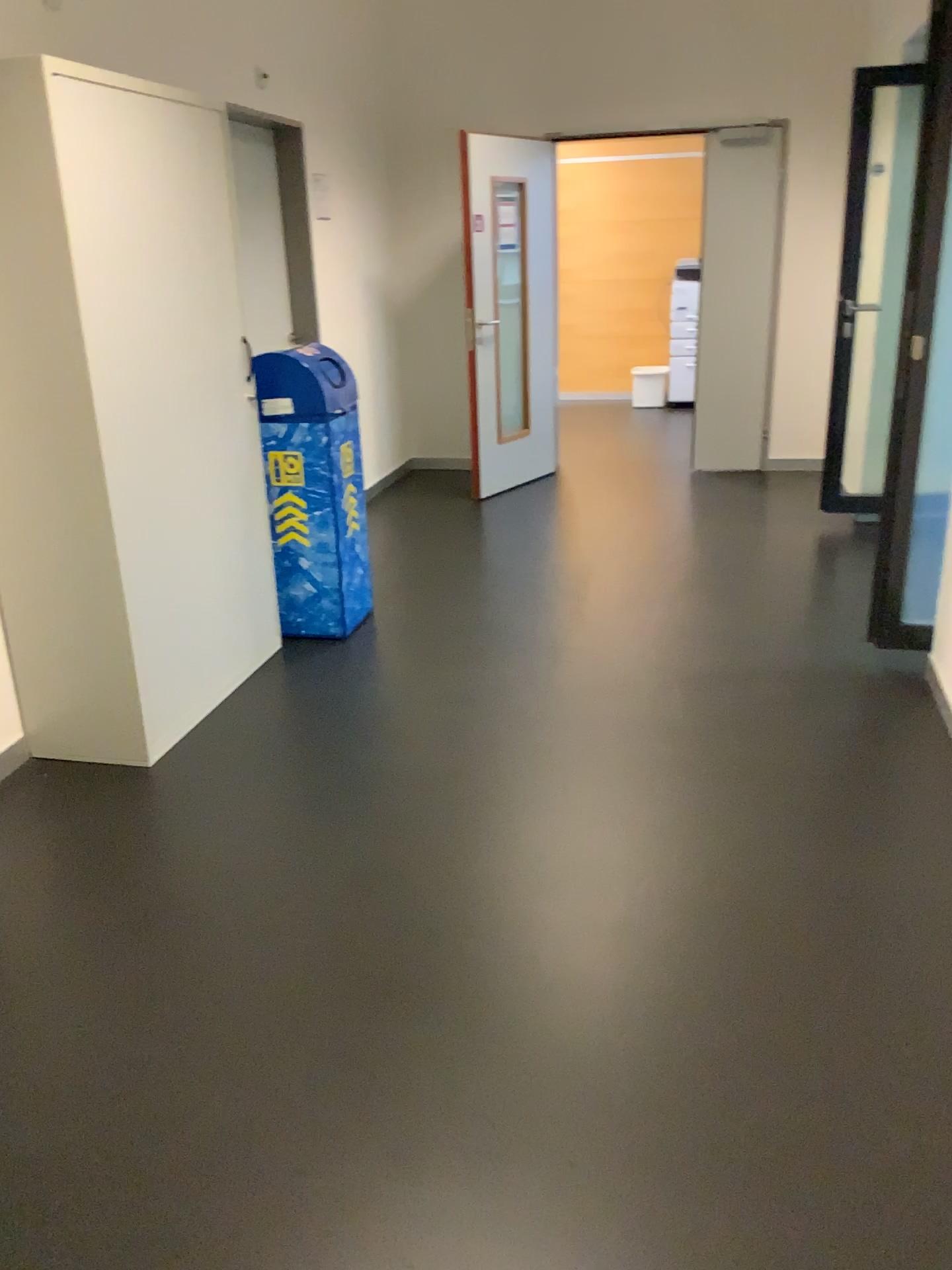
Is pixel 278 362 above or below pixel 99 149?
below

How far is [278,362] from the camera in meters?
3.9 m

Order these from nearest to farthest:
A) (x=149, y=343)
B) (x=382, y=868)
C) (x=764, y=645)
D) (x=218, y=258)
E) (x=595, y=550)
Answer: (x=382, y=868) → (x=149, y=343) → (x=218, y=258) → (x=764, y=645) → (x=595, y=550)

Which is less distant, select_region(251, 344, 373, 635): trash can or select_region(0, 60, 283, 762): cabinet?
select_region(0, 60, 283, 762): cabinet

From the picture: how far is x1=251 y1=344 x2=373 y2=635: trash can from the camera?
3.88m

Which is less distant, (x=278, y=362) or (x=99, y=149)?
(x=99, y=149)
